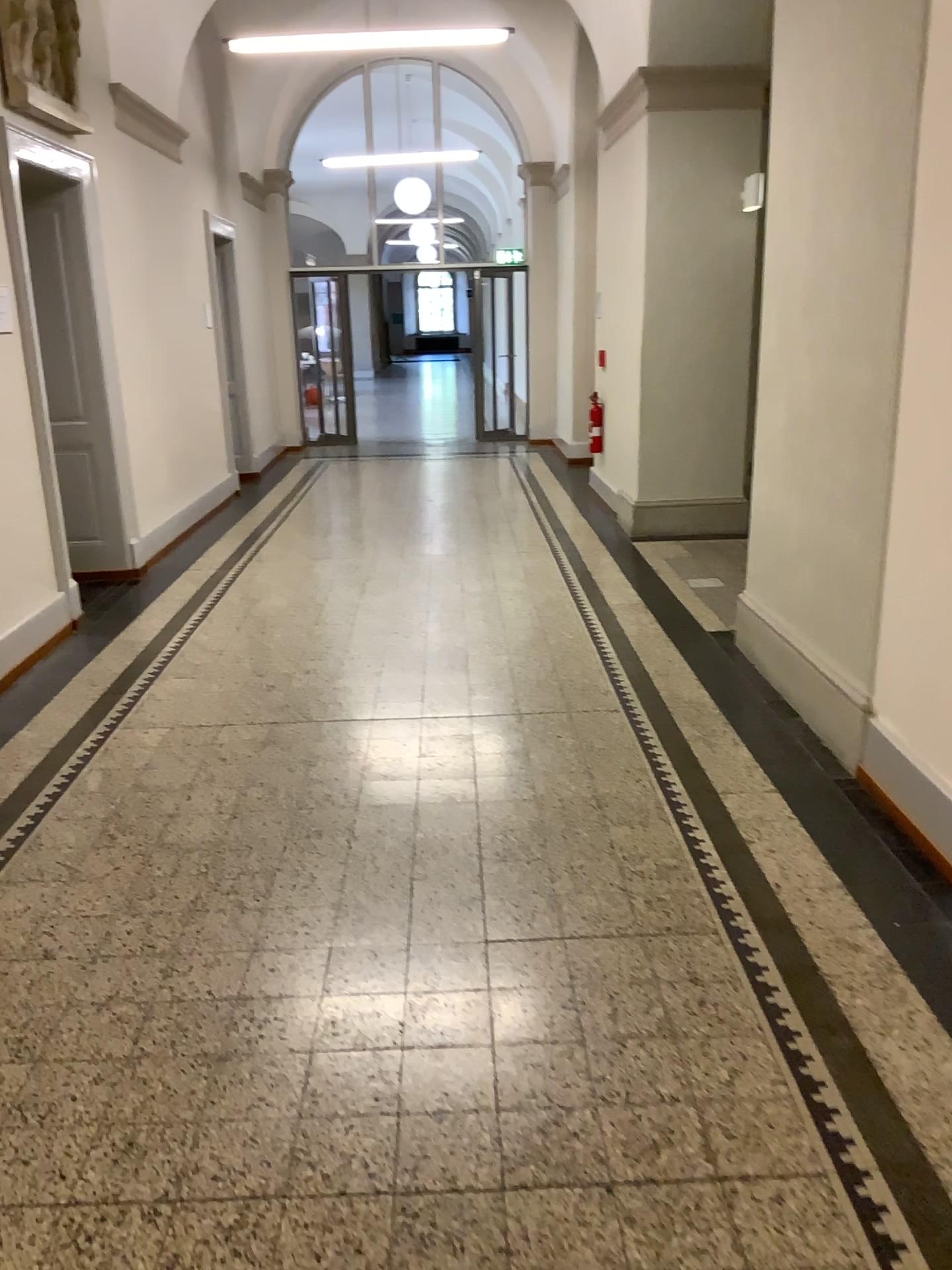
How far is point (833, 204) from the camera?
3.8m
